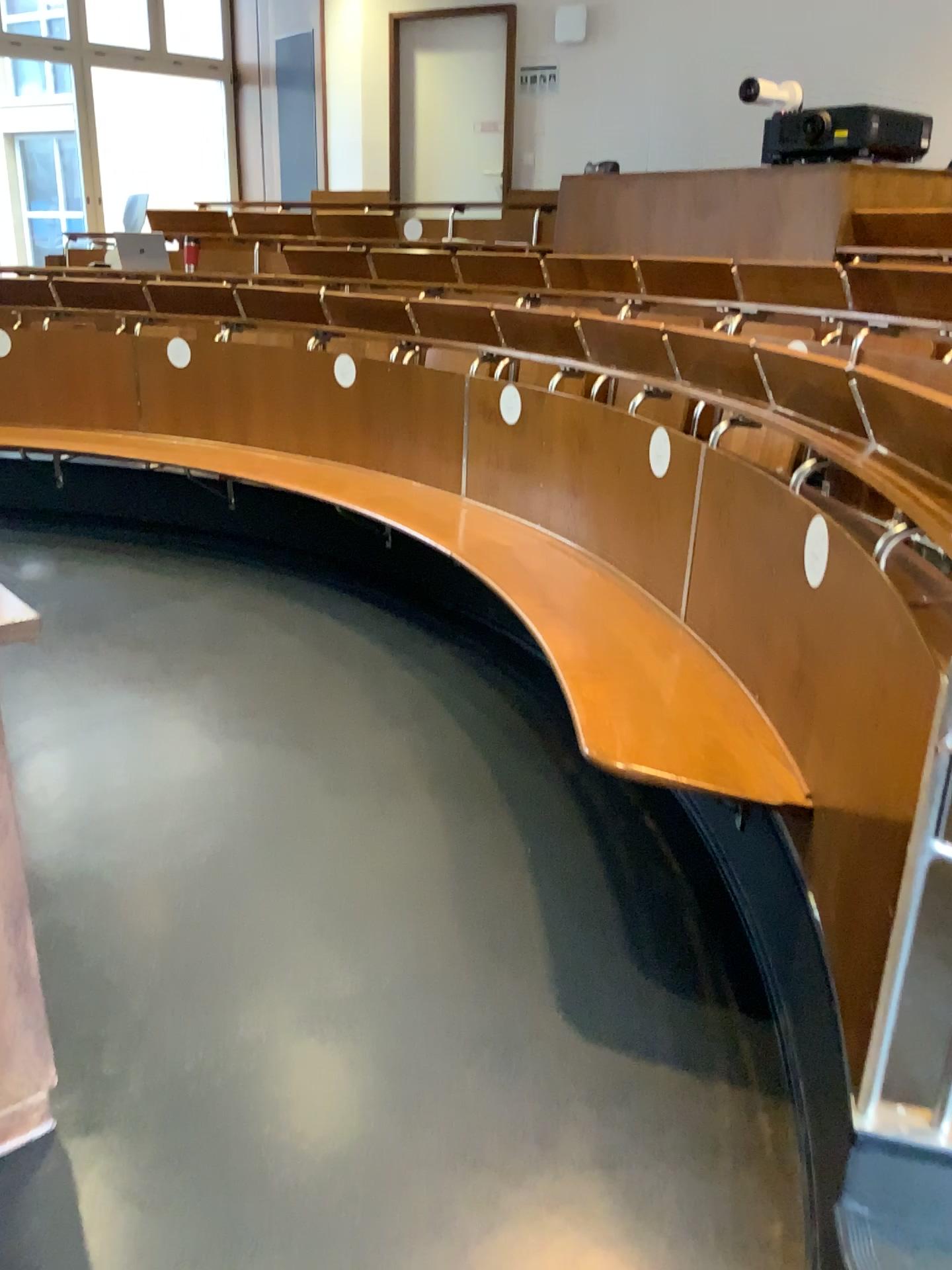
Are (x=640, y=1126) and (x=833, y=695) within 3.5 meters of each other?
yes
